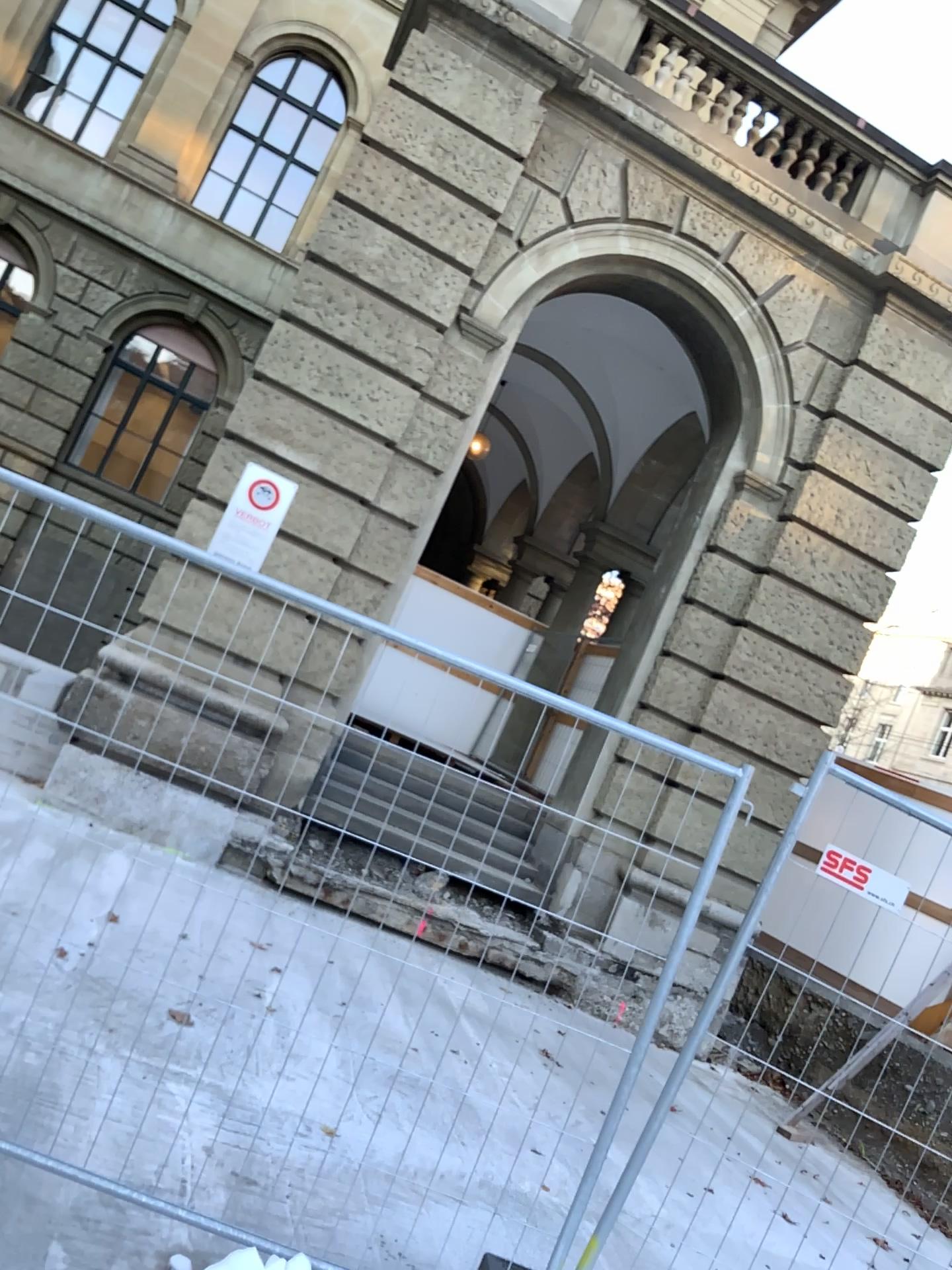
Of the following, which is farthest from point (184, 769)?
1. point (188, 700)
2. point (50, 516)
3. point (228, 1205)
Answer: point (228, 1205)
